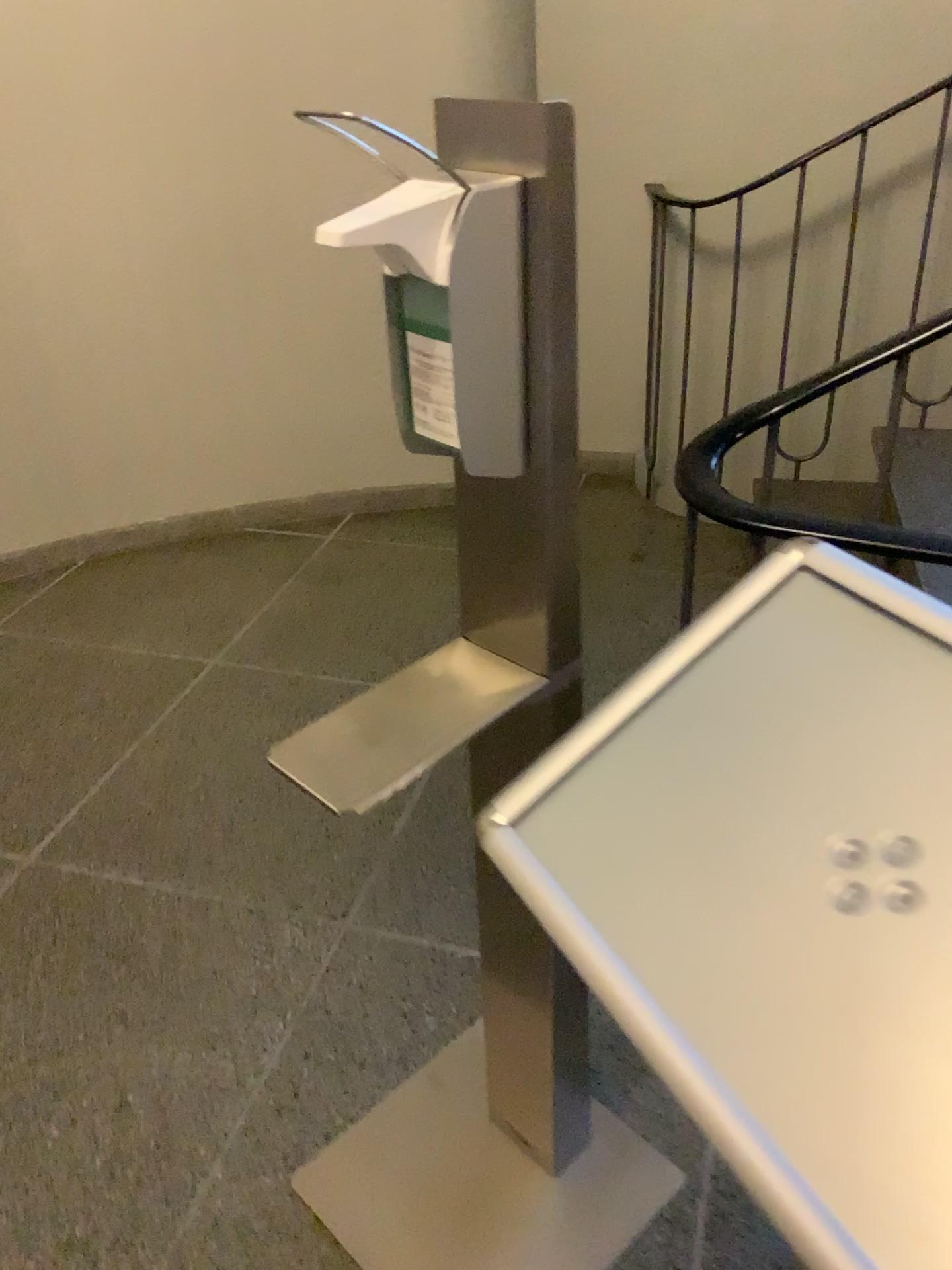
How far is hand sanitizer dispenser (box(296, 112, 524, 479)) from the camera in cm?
79

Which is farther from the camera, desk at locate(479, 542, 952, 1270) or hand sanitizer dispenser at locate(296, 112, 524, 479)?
hand sanitizer dispenser at locate(296, 112, 524, 479)

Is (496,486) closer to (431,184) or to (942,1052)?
(431,184)

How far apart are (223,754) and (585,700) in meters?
0.9 m

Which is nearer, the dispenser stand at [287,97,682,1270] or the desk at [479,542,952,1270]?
the desk at [479,542,952,1270]

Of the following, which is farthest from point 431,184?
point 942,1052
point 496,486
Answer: point 942,1052

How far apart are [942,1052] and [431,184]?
0.66m

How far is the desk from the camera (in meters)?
Result: 0.51
